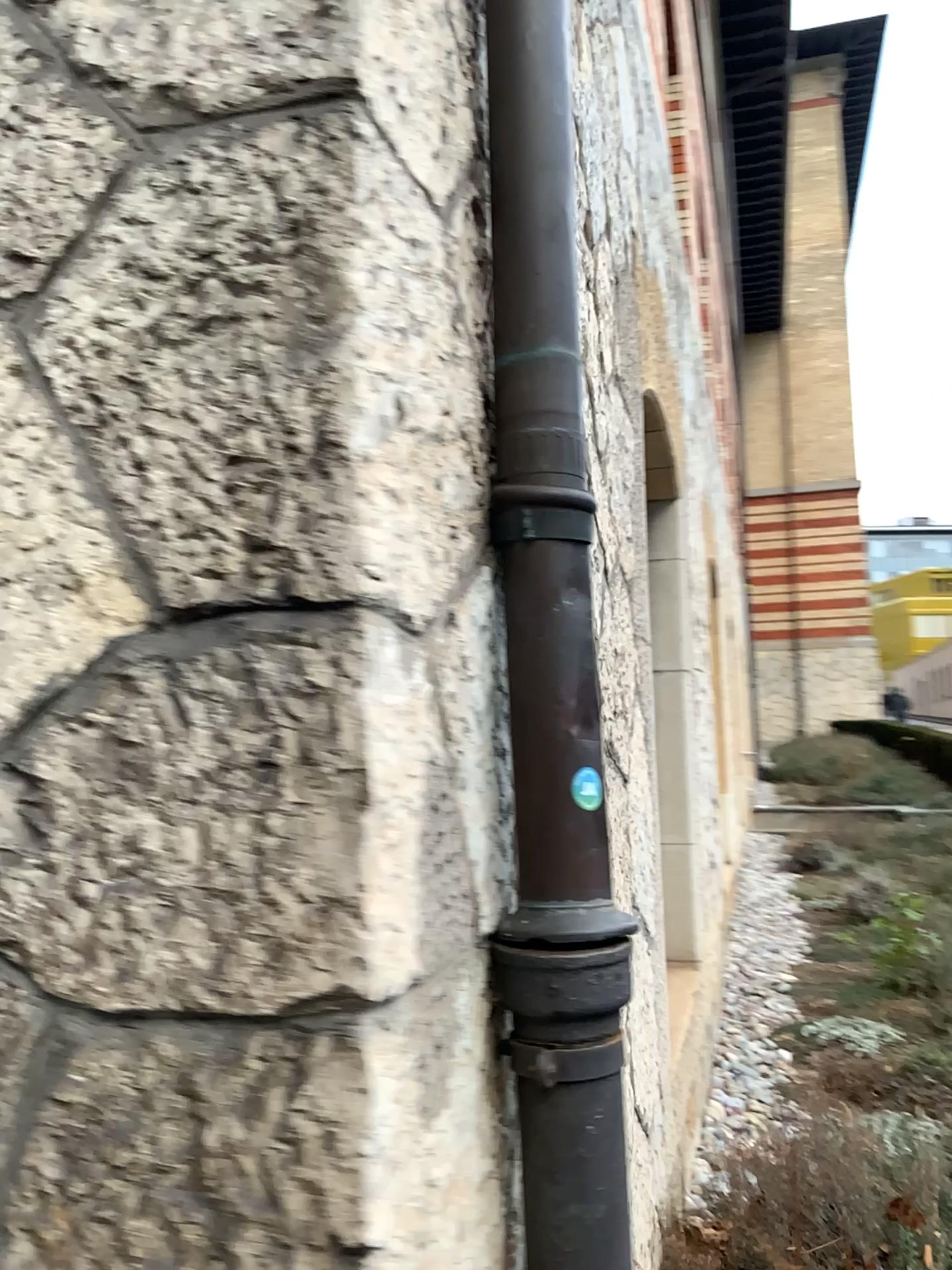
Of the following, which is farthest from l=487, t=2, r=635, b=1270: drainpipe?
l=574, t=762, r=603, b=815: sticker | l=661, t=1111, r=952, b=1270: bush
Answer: l=661, t=1111, r=952, b=1270: bush

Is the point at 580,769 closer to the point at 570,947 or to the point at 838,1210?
the point at 570,947

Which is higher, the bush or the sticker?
the sticker

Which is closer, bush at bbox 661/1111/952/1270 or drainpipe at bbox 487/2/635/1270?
drainpipe at bbox 487/2/635/1270

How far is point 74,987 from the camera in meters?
0.9 m

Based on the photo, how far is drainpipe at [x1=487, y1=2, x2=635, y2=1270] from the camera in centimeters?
105cm

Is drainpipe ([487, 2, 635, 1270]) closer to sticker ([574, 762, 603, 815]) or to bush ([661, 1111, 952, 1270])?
sticker ([574, 762, 603, 815])

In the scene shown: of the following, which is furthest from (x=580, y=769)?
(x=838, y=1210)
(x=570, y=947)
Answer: (x=838, y=1210)

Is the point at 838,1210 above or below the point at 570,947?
below
